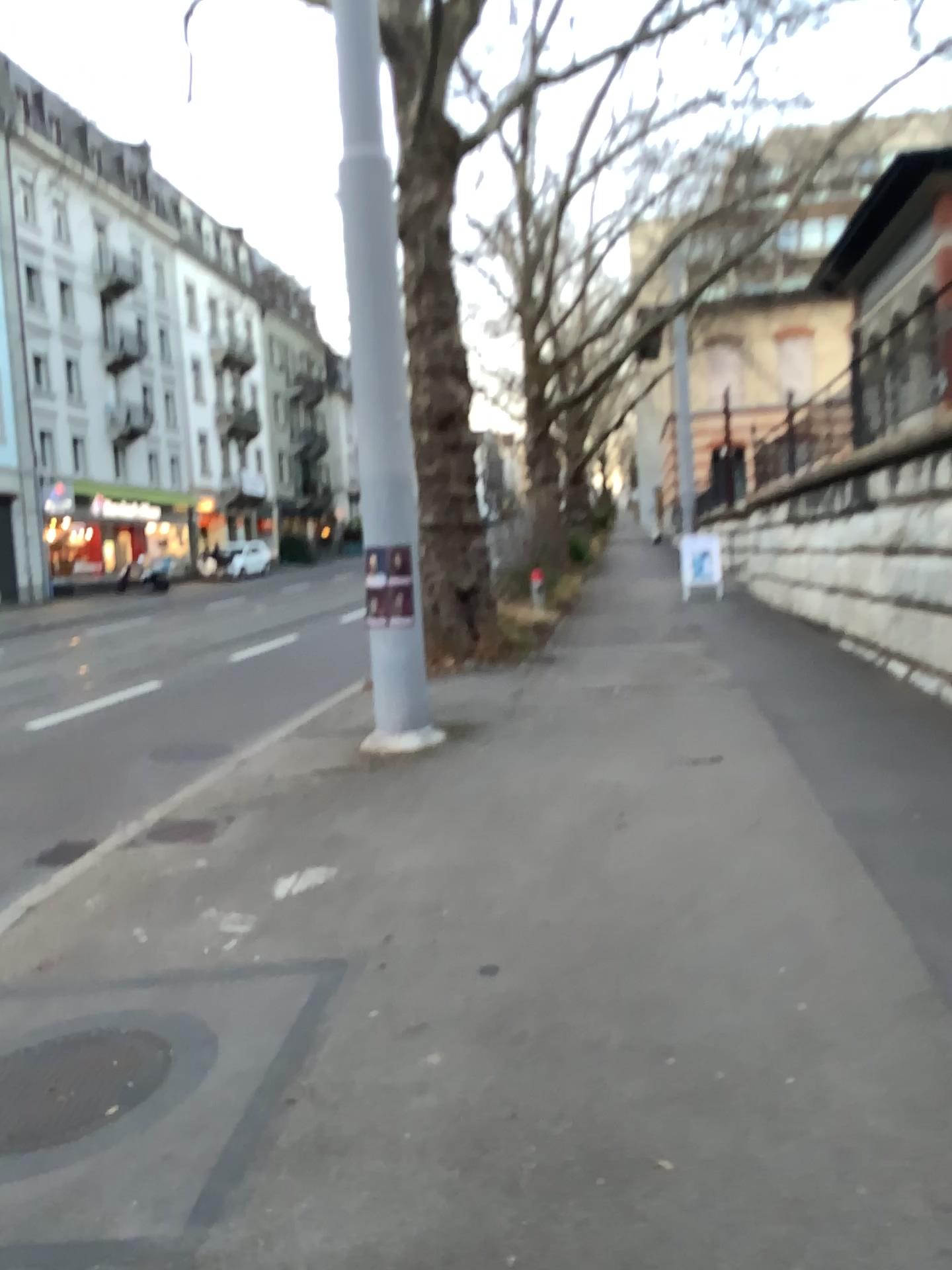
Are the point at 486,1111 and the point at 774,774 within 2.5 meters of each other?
no
